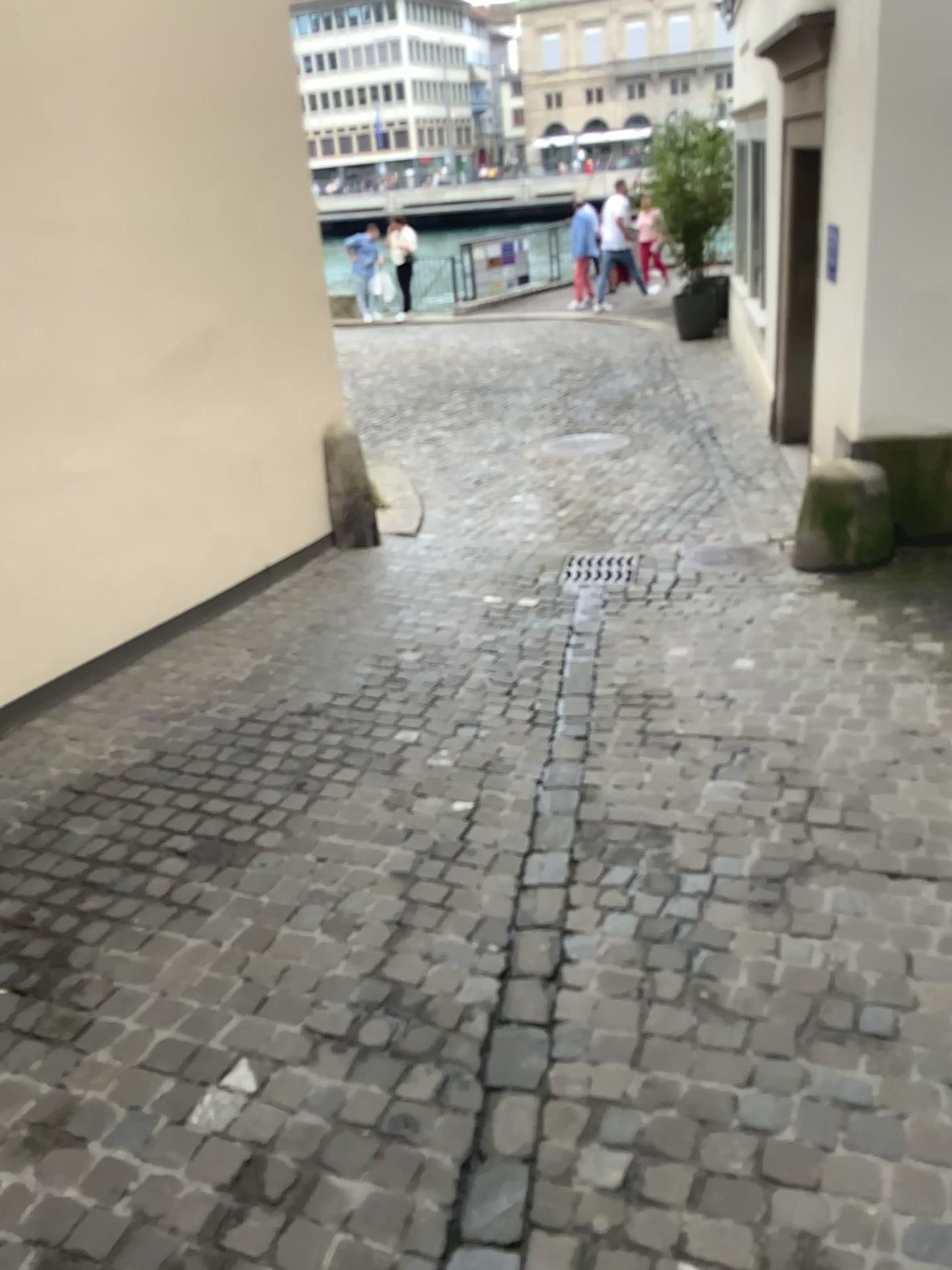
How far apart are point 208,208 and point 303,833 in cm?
314
